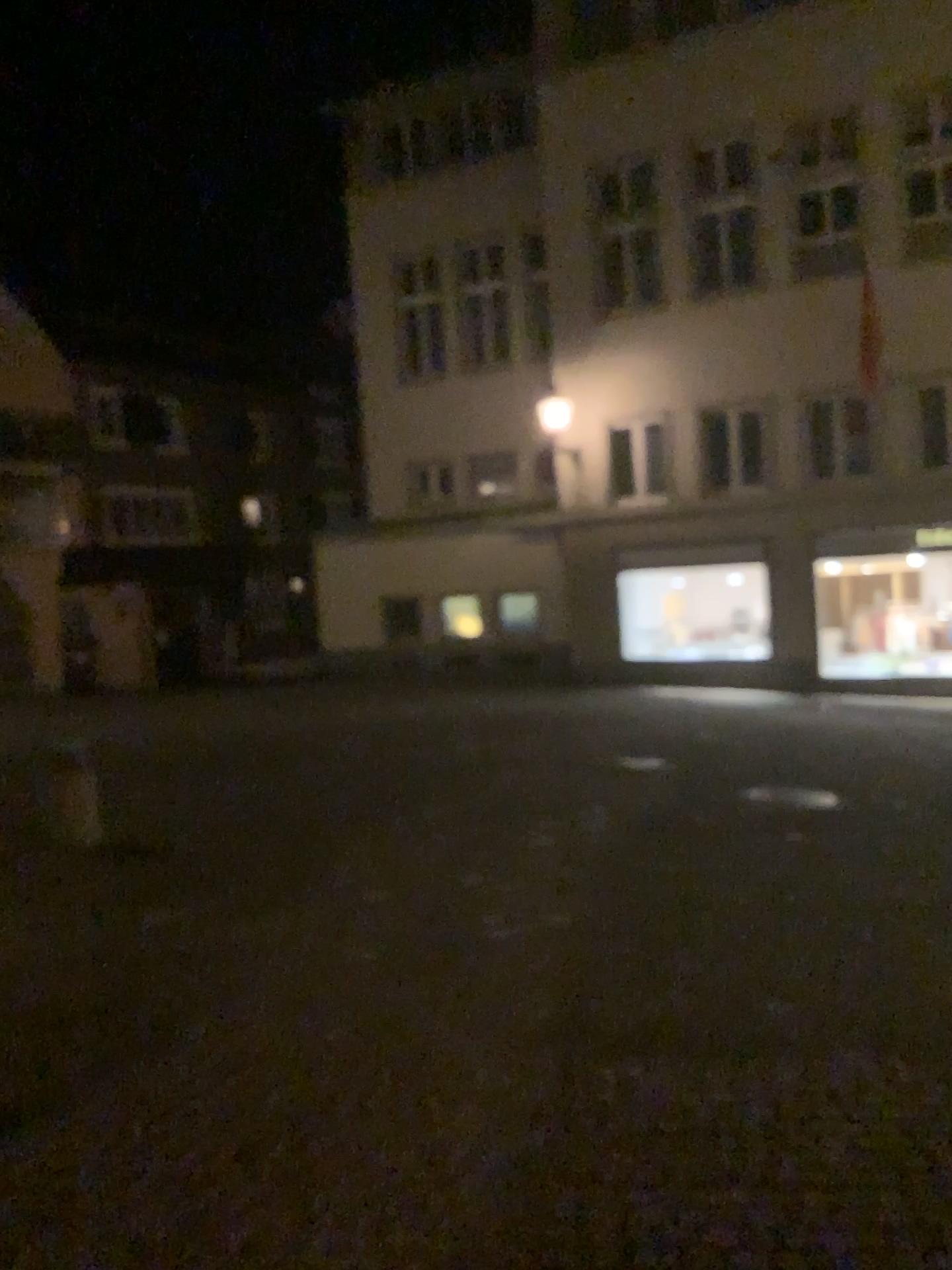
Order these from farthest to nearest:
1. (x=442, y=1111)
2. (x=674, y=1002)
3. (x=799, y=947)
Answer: (x=799, y=947), (x=674, y=1002), (x=442, y=1111)
